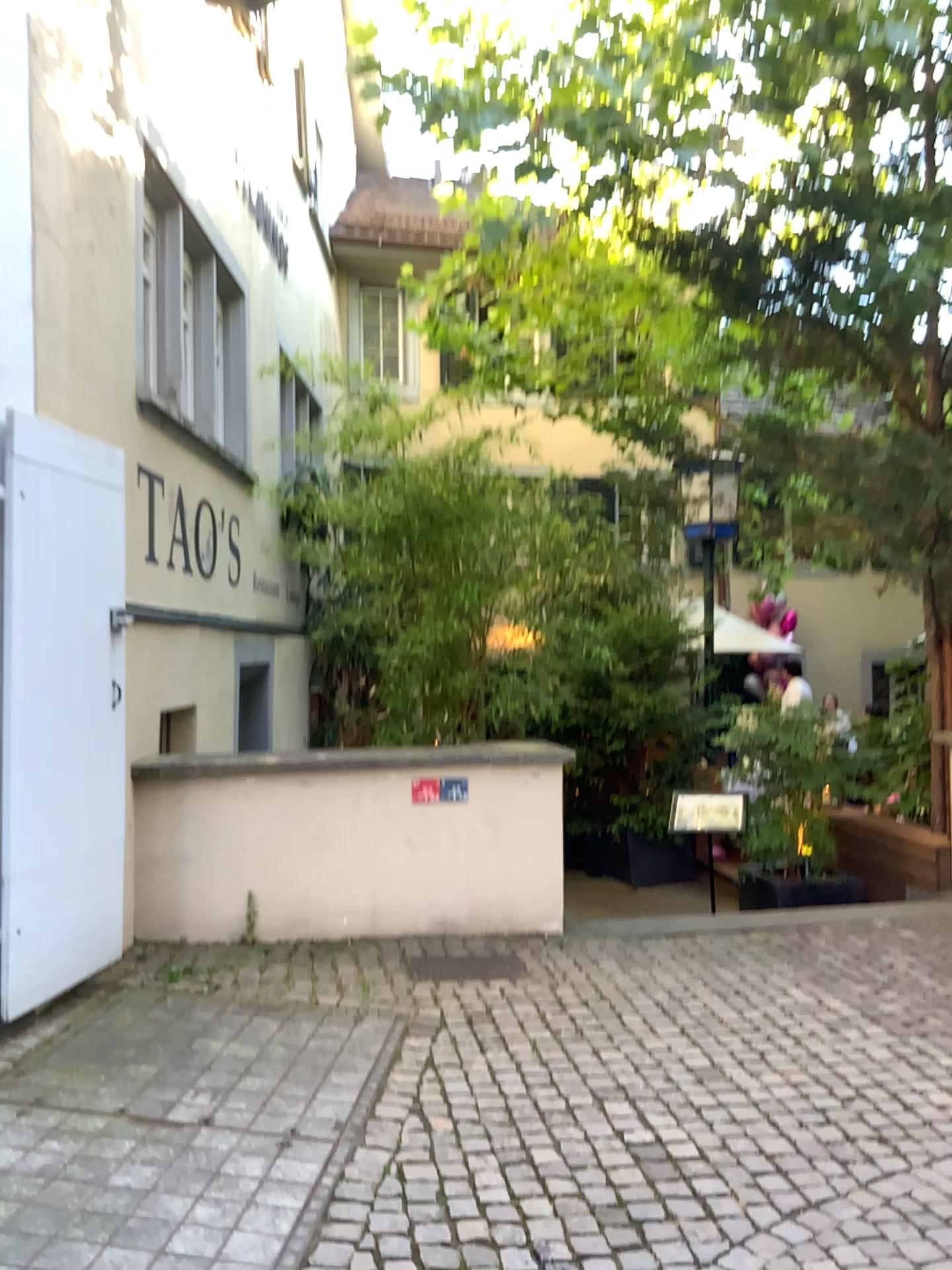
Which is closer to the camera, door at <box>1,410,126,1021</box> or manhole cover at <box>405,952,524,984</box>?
door at <box>1,410,126,1021</box>

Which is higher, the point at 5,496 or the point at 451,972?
the point at 5,496

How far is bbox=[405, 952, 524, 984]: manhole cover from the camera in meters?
4.5

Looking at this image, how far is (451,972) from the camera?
4.5 meters

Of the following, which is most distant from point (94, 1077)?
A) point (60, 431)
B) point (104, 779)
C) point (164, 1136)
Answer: point (60, 431)

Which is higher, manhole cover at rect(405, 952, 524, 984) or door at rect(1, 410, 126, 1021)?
door at rect(1, 410, 126, 1021)

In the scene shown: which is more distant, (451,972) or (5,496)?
(451,972)
